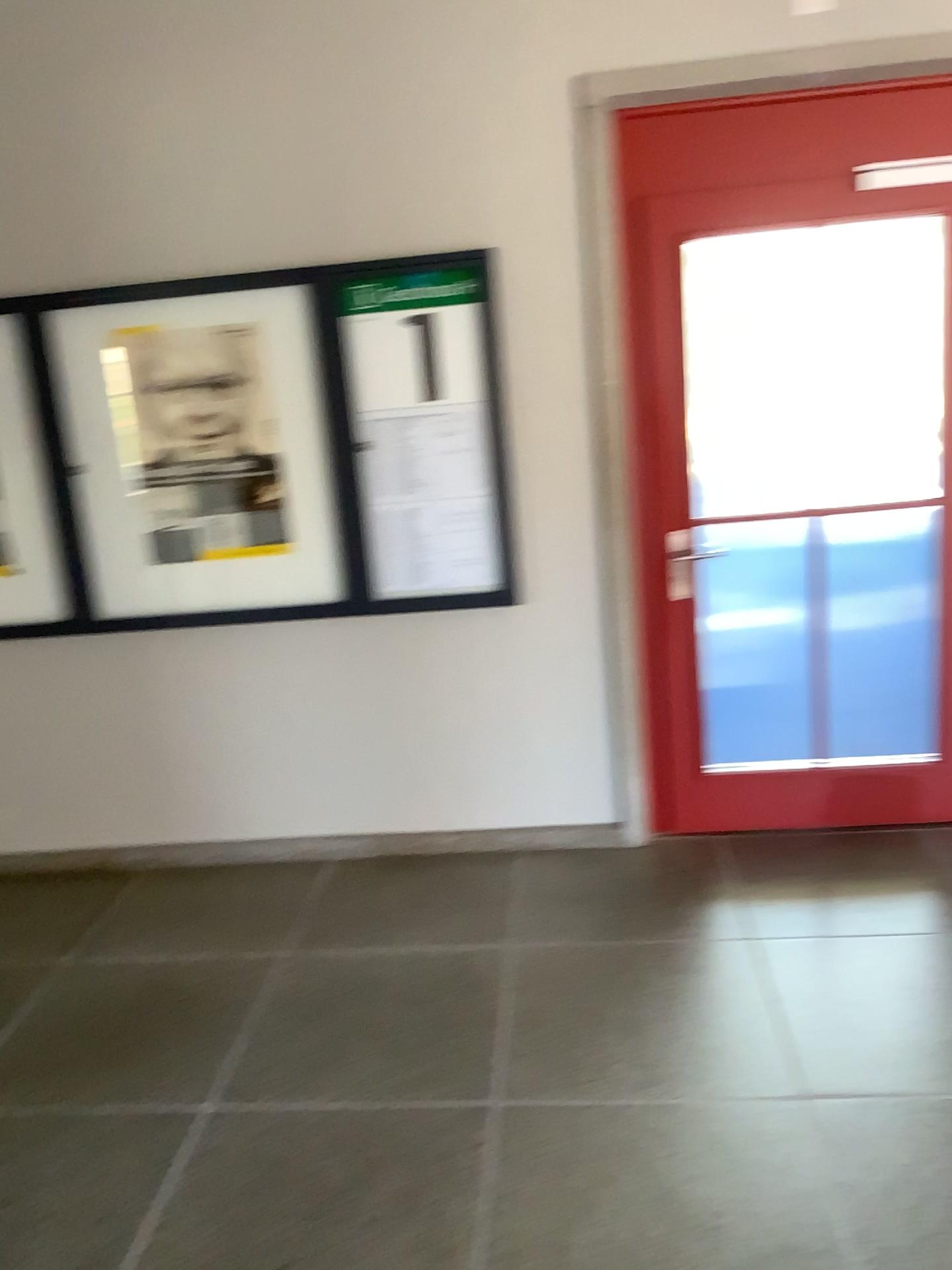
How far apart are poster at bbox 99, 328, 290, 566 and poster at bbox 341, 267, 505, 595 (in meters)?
0.29

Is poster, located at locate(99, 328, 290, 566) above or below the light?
below

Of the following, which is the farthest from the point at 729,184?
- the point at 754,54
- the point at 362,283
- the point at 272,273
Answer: the point at 272,273

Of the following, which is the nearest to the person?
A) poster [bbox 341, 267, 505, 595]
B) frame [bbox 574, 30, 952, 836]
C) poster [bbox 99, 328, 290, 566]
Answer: poster [bbox 99, 328, 290, 566]

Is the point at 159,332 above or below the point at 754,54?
below

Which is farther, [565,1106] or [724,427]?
[724,427]

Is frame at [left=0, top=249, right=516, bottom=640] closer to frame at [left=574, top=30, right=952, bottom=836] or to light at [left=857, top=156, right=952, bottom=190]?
frame at [left=574, top=30, right=952, bottom=836]

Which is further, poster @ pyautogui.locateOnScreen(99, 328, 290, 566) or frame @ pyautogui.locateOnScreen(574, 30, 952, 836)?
poster @ pyautogui.locateOnScreen(99, 328, 290, 566)

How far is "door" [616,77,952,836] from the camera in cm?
327

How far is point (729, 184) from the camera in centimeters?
327cm
